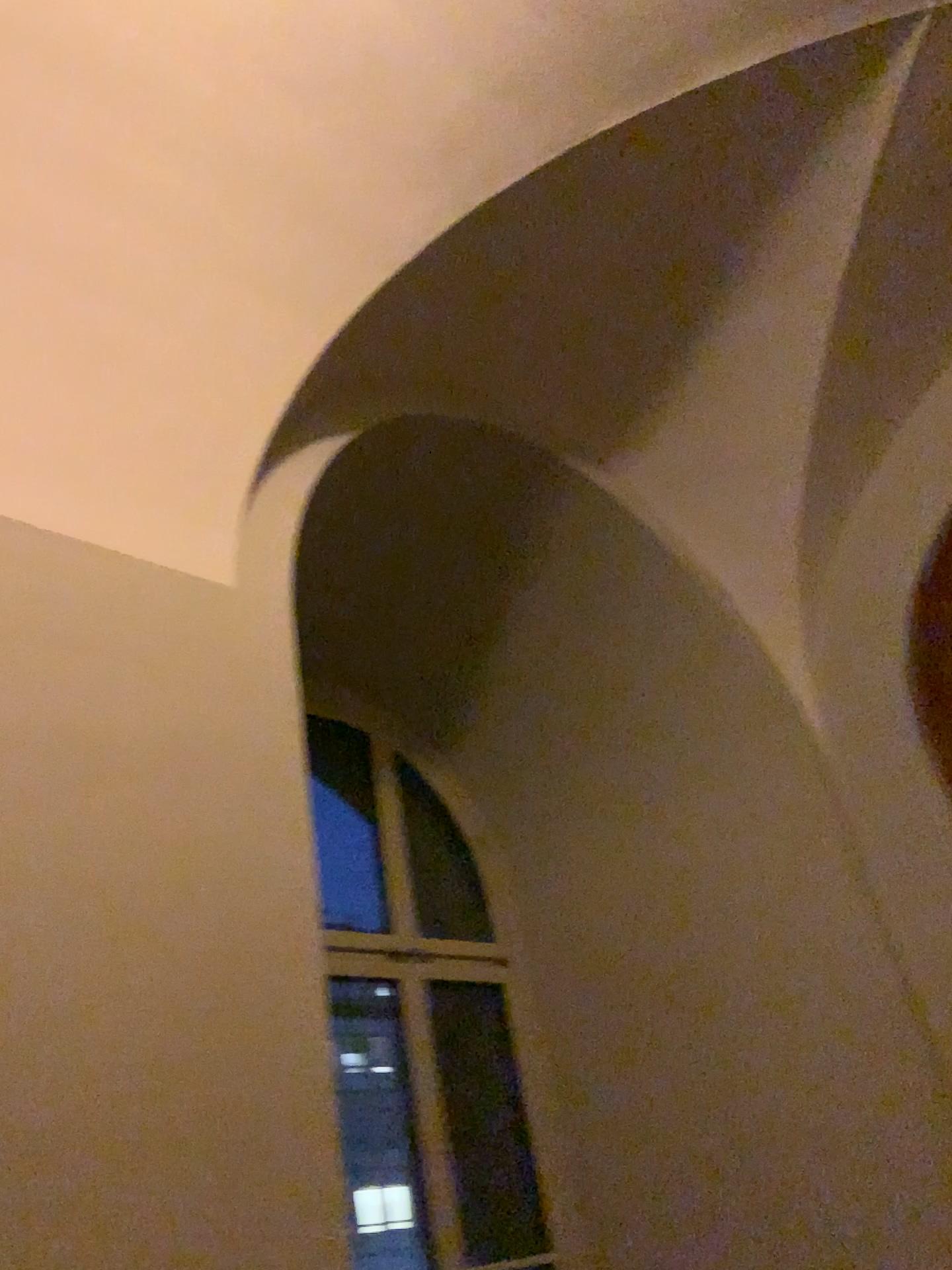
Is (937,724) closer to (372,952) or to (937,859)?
(937,859)

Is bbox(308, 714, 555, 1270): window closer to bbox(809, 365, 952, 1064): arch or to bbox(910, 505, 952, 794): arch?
bbox(809, 365, 952, 1064): arch

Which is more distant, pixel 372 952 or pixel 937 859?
pixel 372 952

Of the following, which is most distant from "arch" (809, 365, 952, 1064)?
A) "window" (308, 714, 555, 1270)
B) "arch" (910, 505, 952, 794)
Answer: "window" (308, 714, 555, 1270)

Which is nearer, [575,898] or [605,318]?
[605,318]

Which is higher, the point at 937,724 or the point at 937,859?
the point at 937,724

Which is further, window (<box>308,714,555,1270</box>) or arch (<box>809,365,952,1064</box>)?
window (<box>308,714,555,1270</box>)
